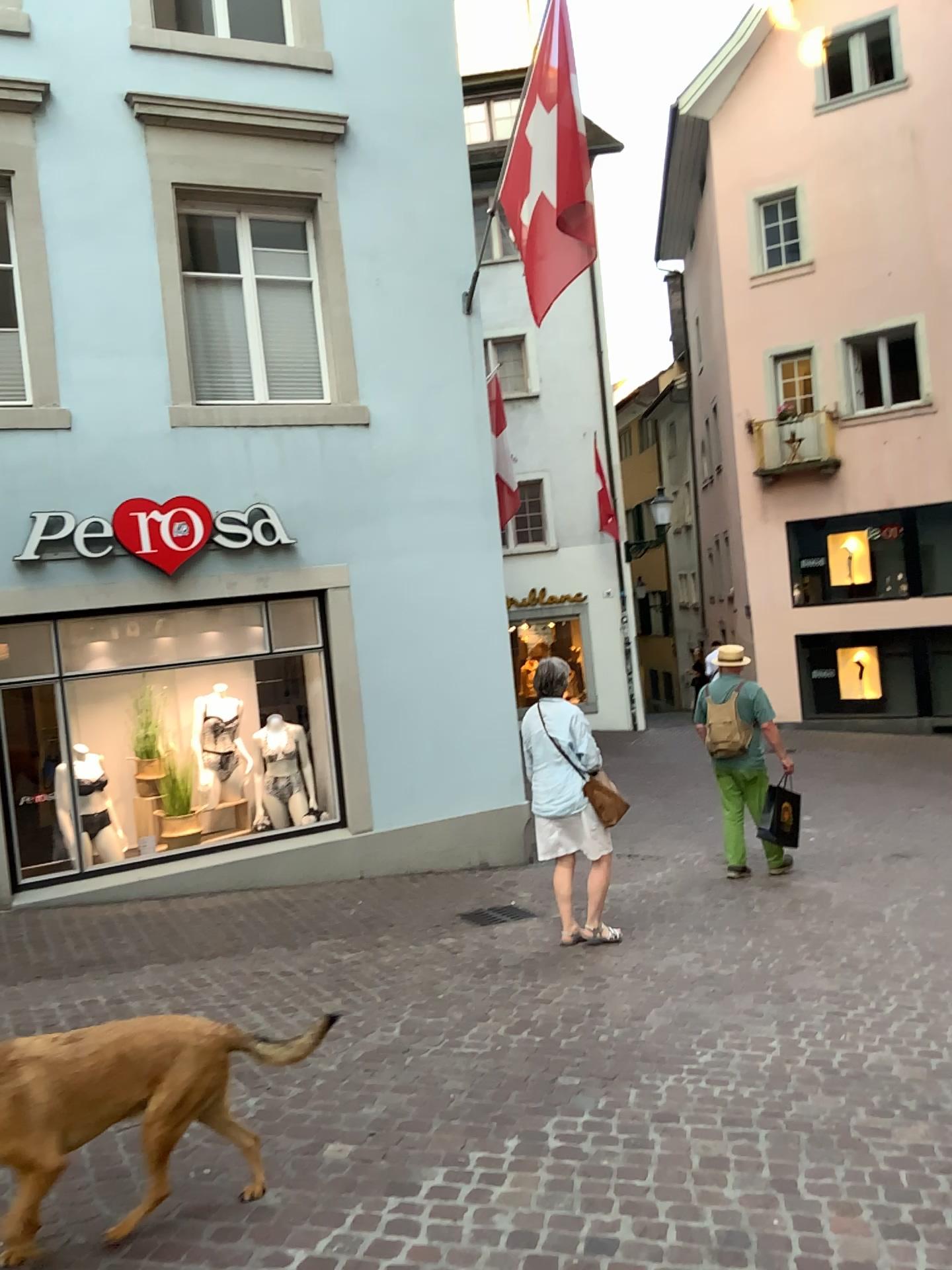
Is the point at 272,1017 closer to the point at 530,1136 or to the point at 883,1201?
the point at 530,1136

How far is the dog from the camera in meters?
2.7

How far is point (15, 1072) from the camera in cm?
269
